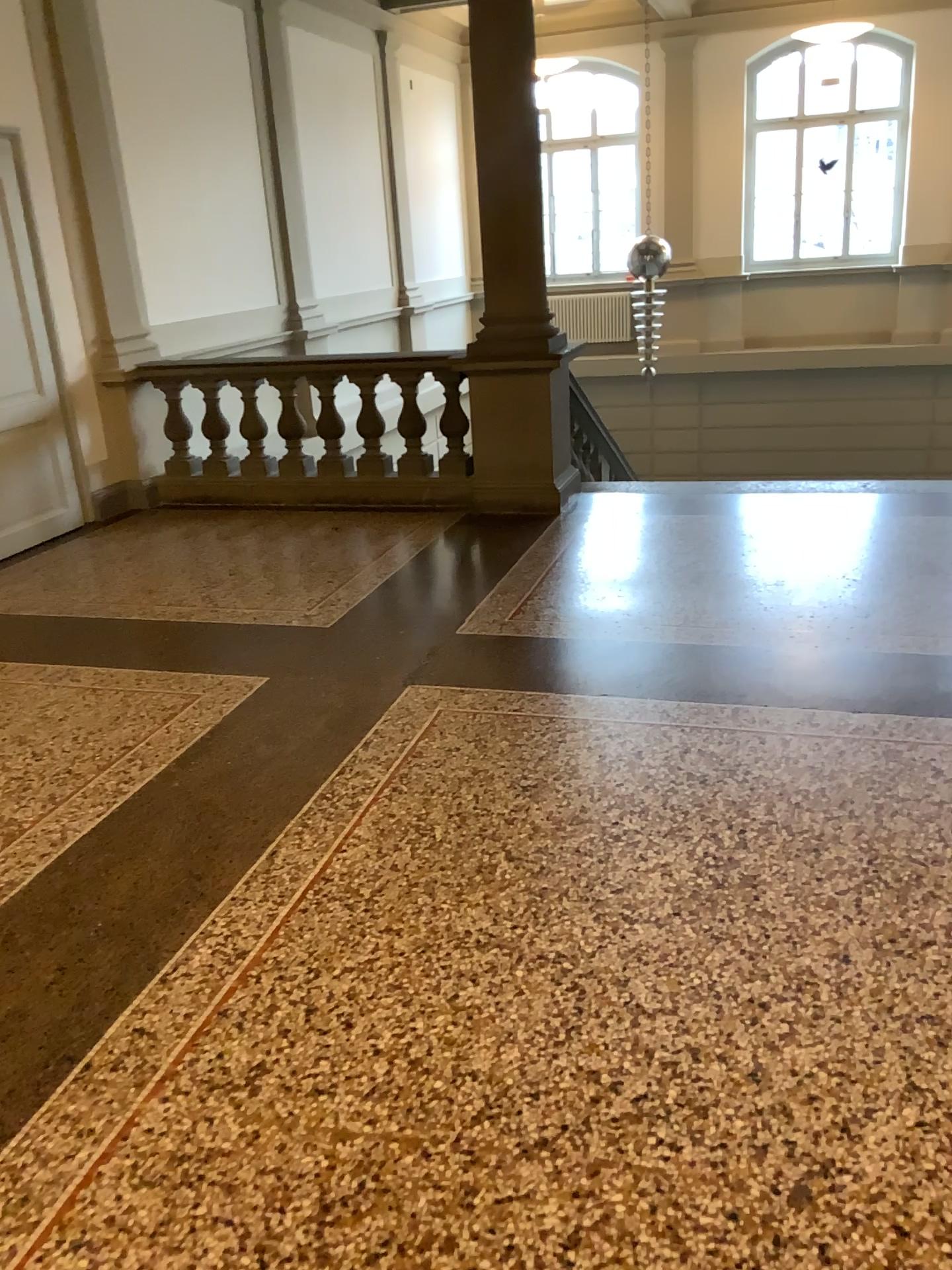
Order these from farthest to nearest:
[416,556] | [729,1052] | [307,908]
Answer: [416,556] → [307,908] → [729,1052]
